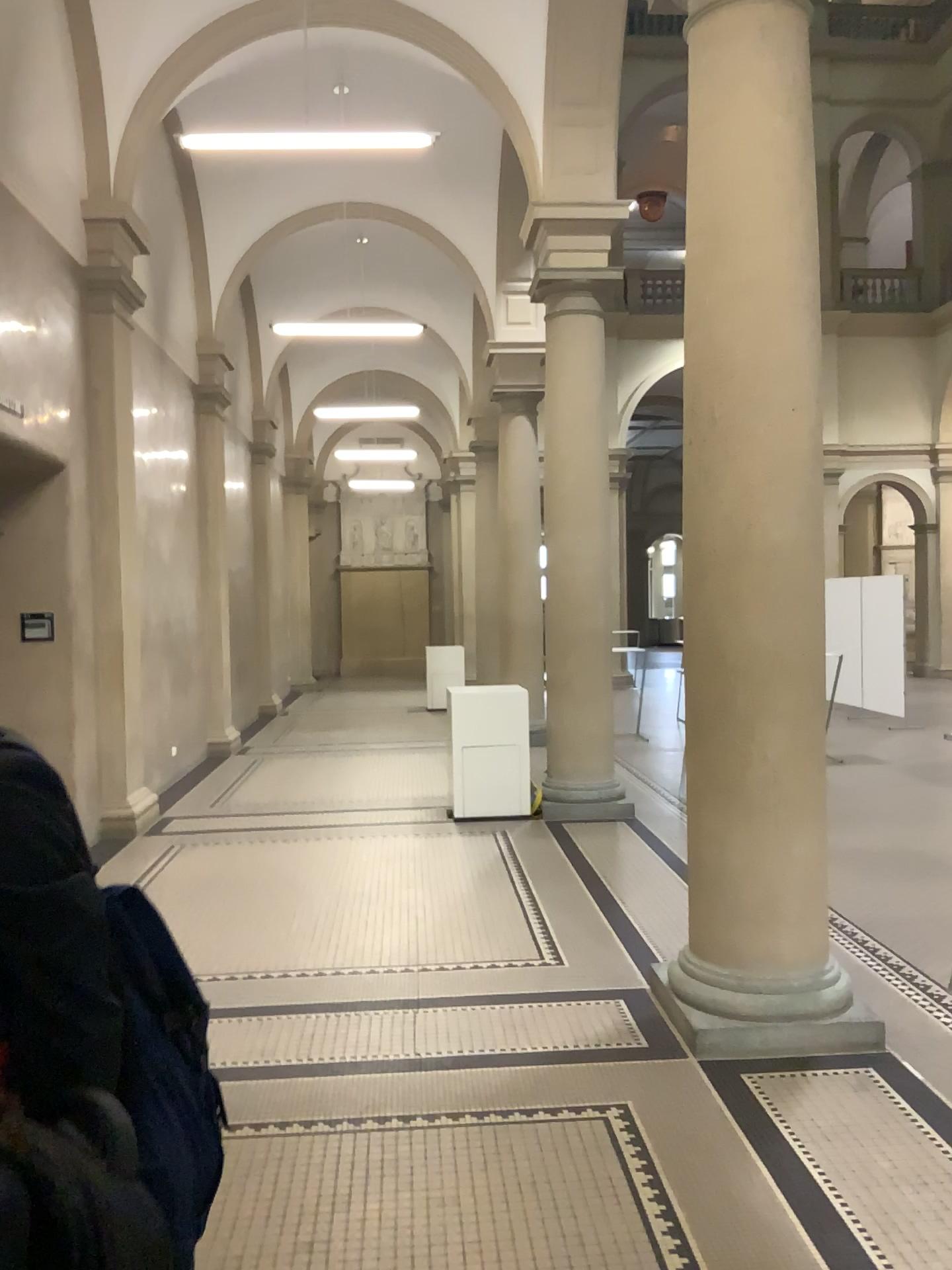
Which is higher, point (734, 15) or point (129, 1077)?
point (734, 15)

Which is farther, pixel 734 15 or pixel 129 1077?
pixel 734 15

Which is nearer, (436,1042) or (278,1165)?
(278,1165)

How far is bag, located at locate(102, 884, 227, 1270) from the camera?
1.2m

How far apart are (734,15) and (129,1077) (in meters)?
4.15

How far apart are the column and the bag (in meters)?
2.75

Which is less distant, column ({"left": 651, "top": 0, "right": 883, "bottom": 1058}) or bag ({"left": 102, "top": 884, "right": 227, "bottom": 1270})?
bag ({"left": 102, "top": 884, "right": 227, "bottom": 1270})

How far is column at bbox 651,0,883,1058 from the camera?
4.0m
